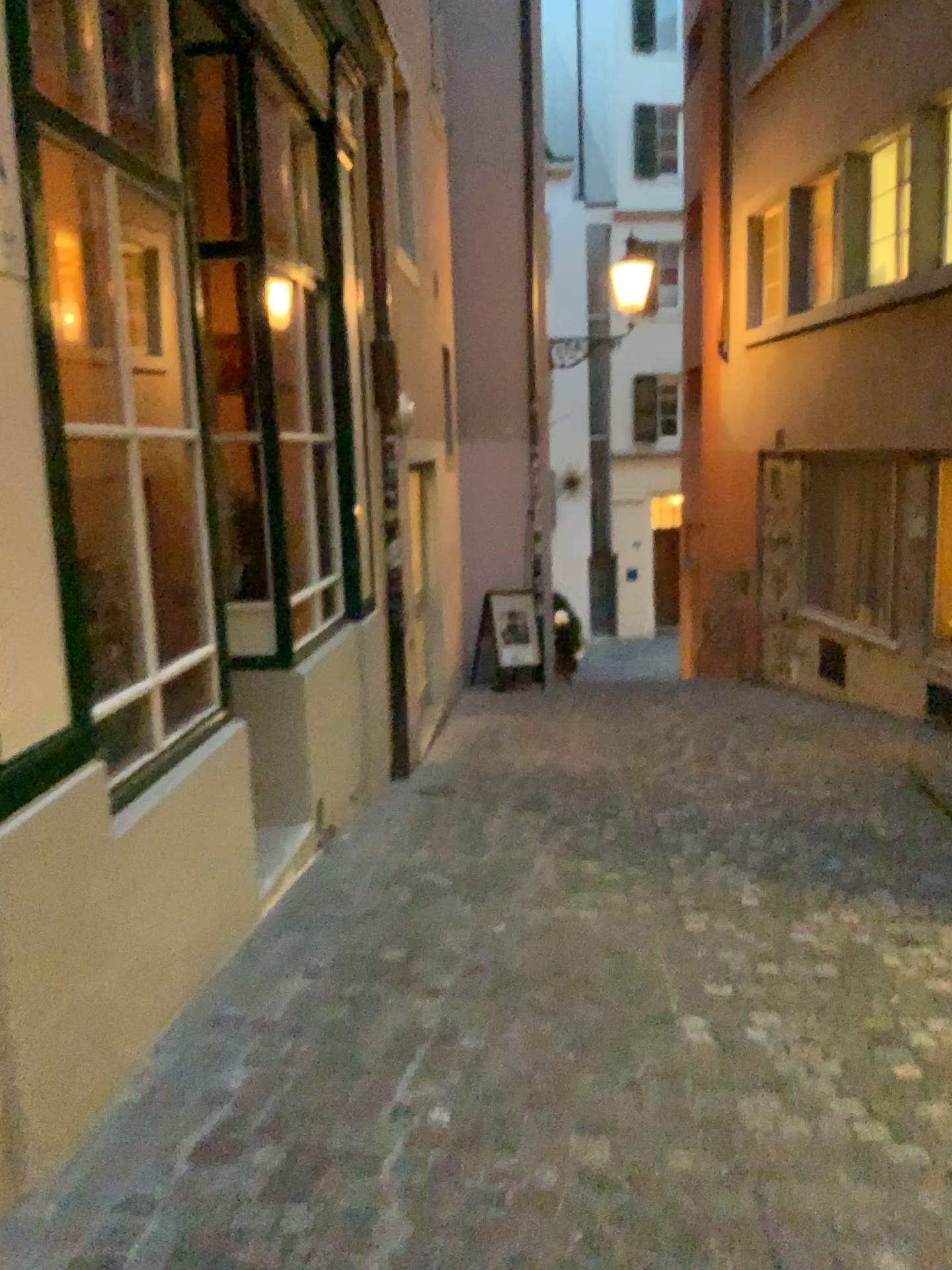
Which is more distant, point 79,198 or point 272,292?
point 272,292

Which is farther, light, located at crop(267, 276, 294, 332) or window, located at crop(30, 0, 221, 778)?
light, located at crop(267, 276, 294, 332)

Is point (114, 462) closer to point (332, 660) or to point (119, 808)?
point (119, 808)
